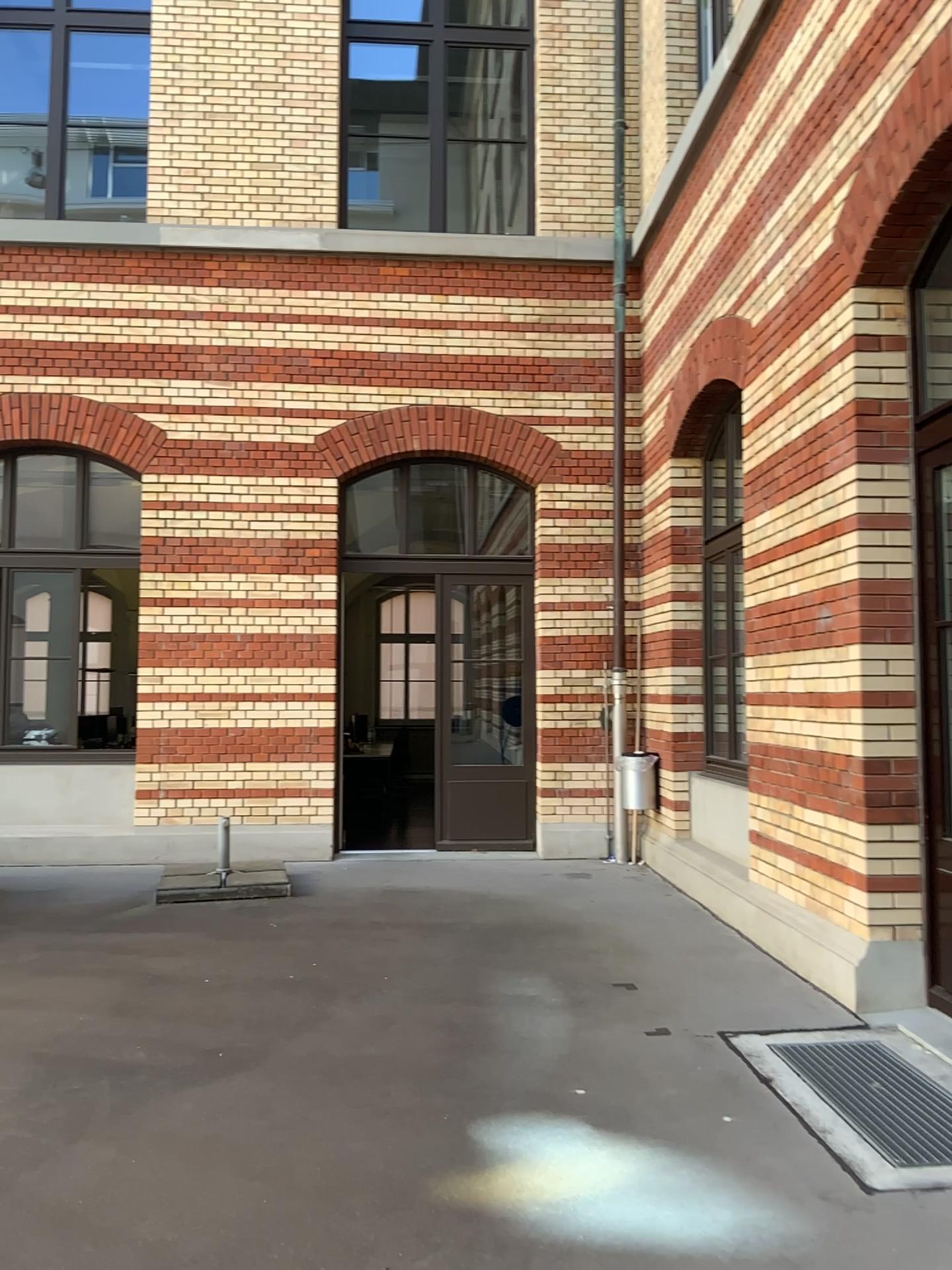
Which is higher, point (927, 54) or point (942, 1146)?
point (927, 54)

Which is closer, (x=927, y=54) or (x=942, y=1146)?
(x=942, y=1146)

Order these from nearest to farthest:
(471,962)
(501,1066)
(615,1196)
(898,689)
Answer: (615,1196) < (501,1066) < (898,689) < (471,962)

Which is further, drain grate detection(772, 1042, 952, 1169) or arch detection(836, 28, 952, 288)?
arch detection(836, 28, 952, 288)

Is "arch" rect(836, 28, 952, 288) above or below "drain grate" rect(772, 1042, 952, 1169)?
above
